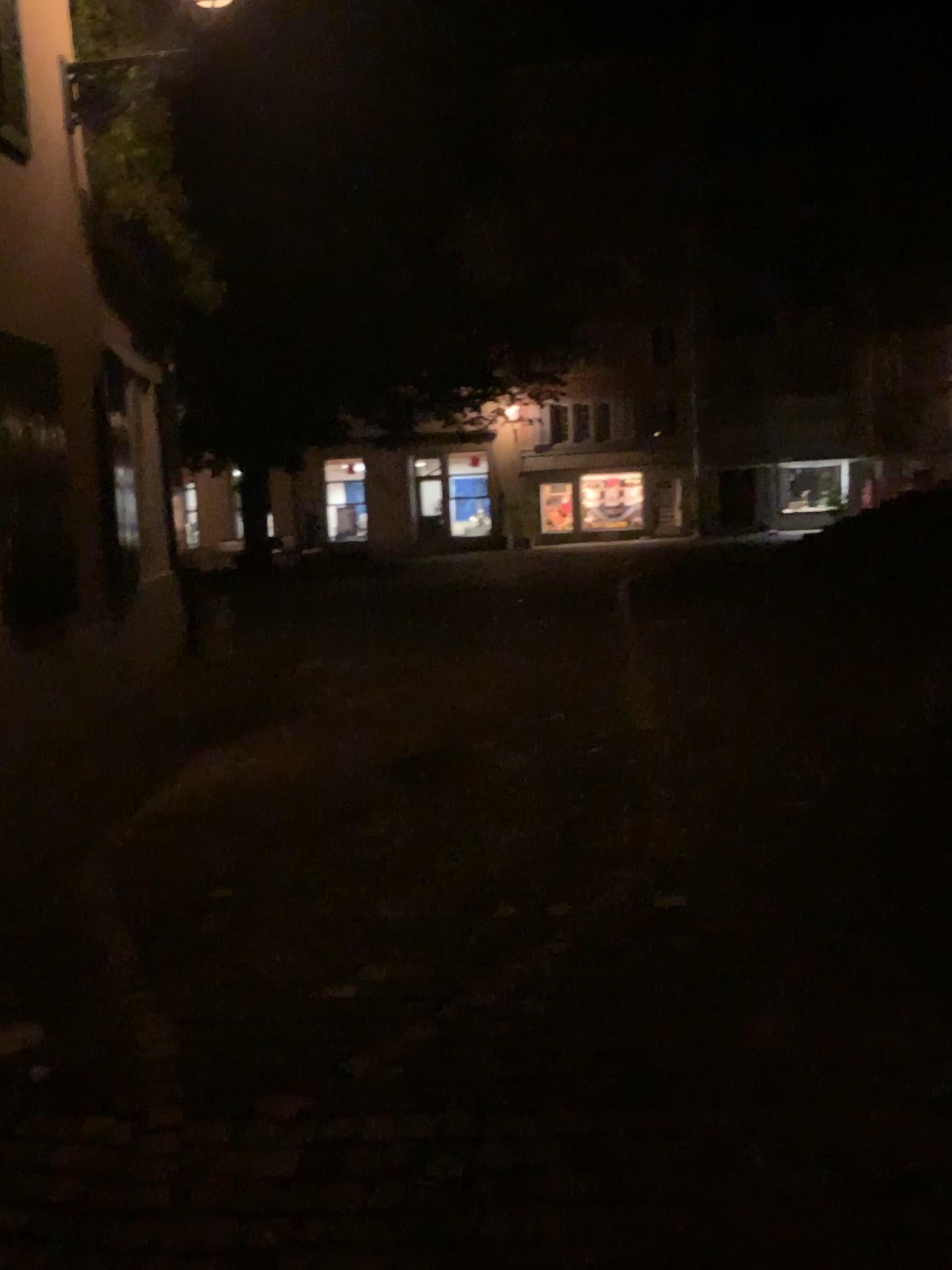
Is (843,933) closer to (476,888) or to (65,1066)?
(476,888)
